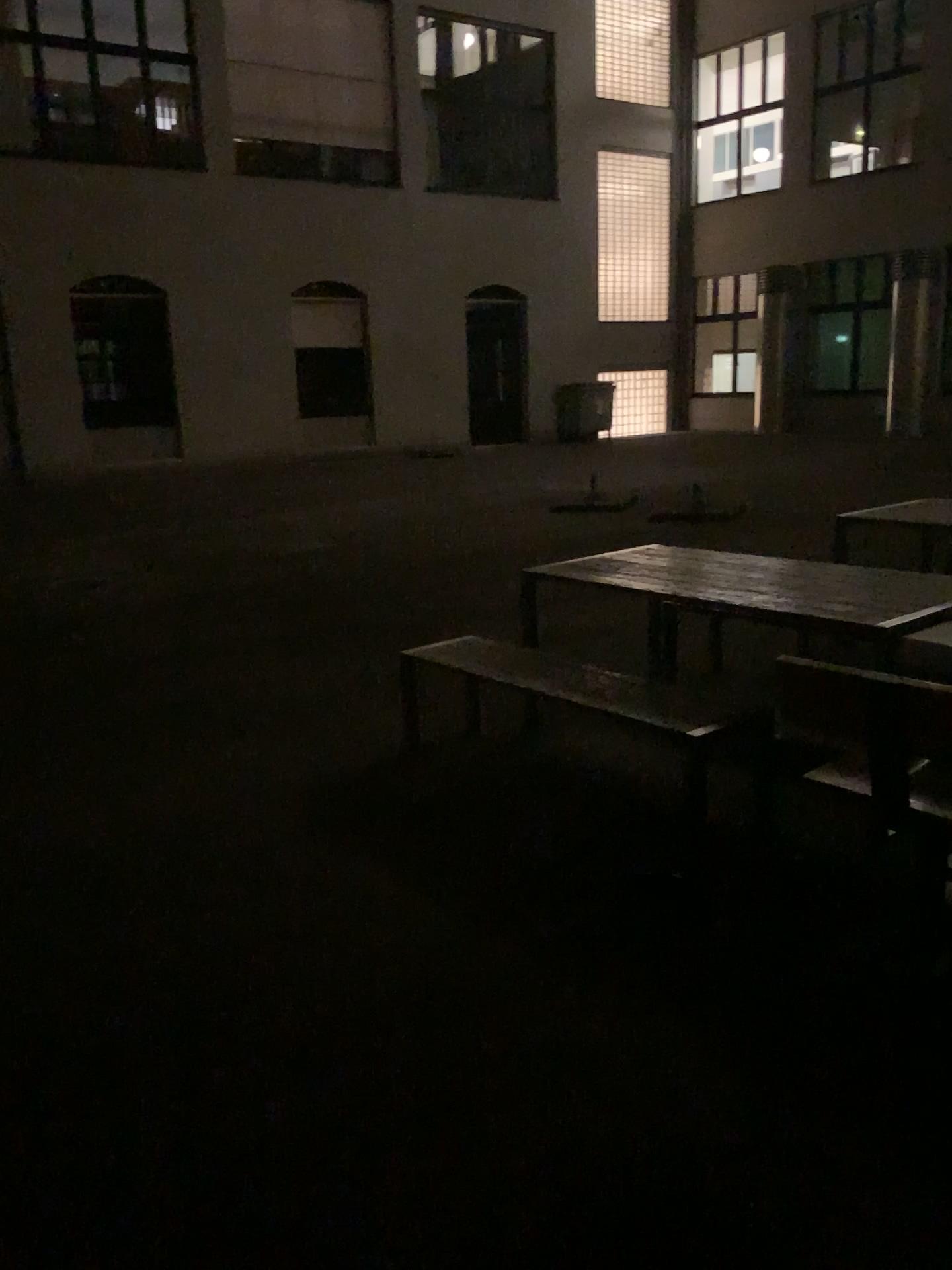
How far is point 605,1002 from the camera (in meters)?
2.68
